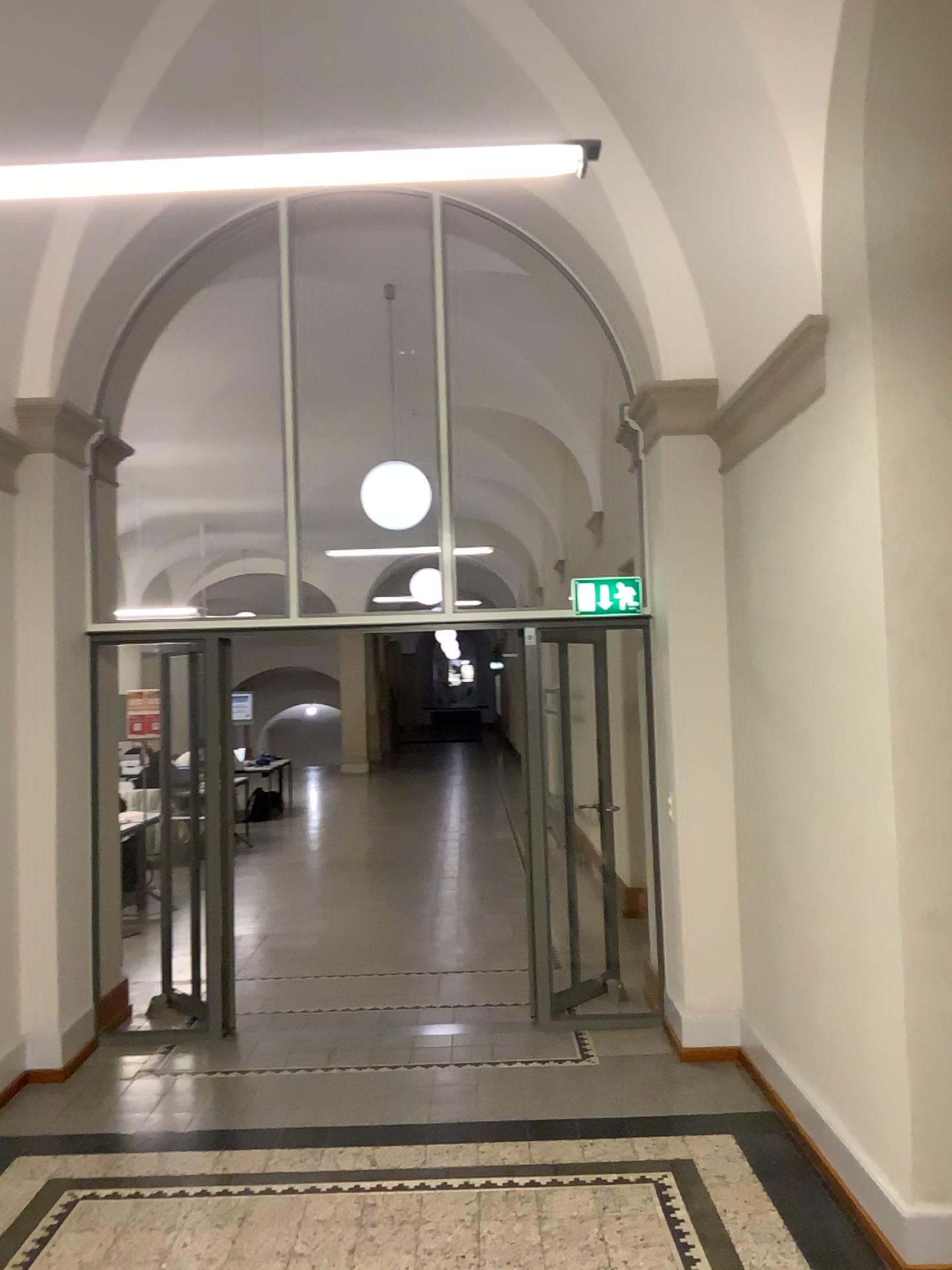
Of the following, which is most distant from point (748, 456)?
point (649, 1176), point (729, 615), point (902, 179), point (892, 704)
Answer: point (649, 1176)
